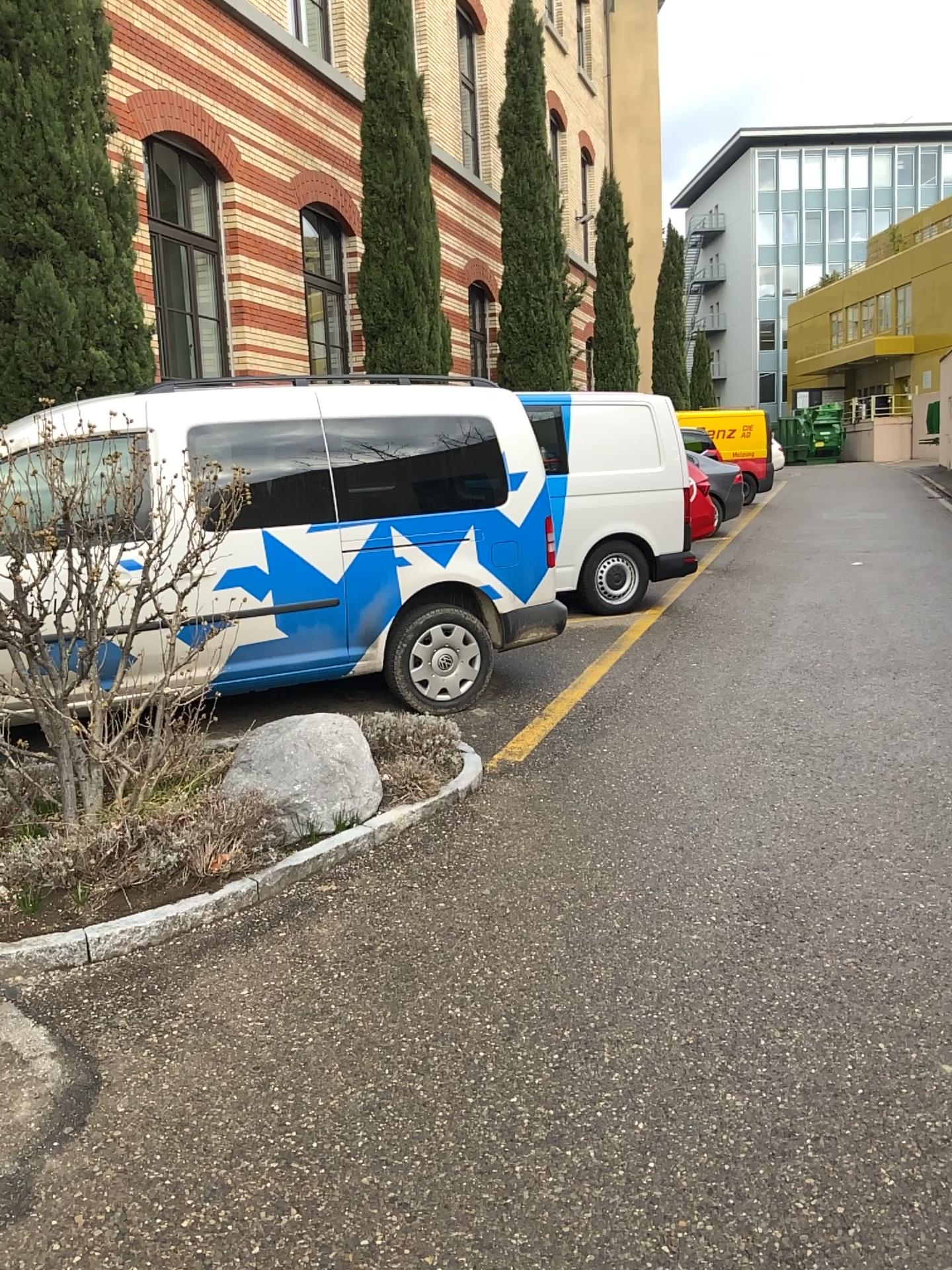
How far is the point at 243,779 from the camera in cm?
391

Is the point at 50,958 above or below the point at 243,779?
below

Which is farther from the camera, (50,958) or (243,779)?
(243,779)

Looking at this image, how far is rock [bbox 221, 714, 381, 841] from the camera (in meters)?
3.91

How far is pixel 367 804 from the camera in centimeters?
407cm

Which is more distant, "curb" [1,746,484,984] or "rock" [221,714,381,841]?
"rock" [221,714,381,841]
